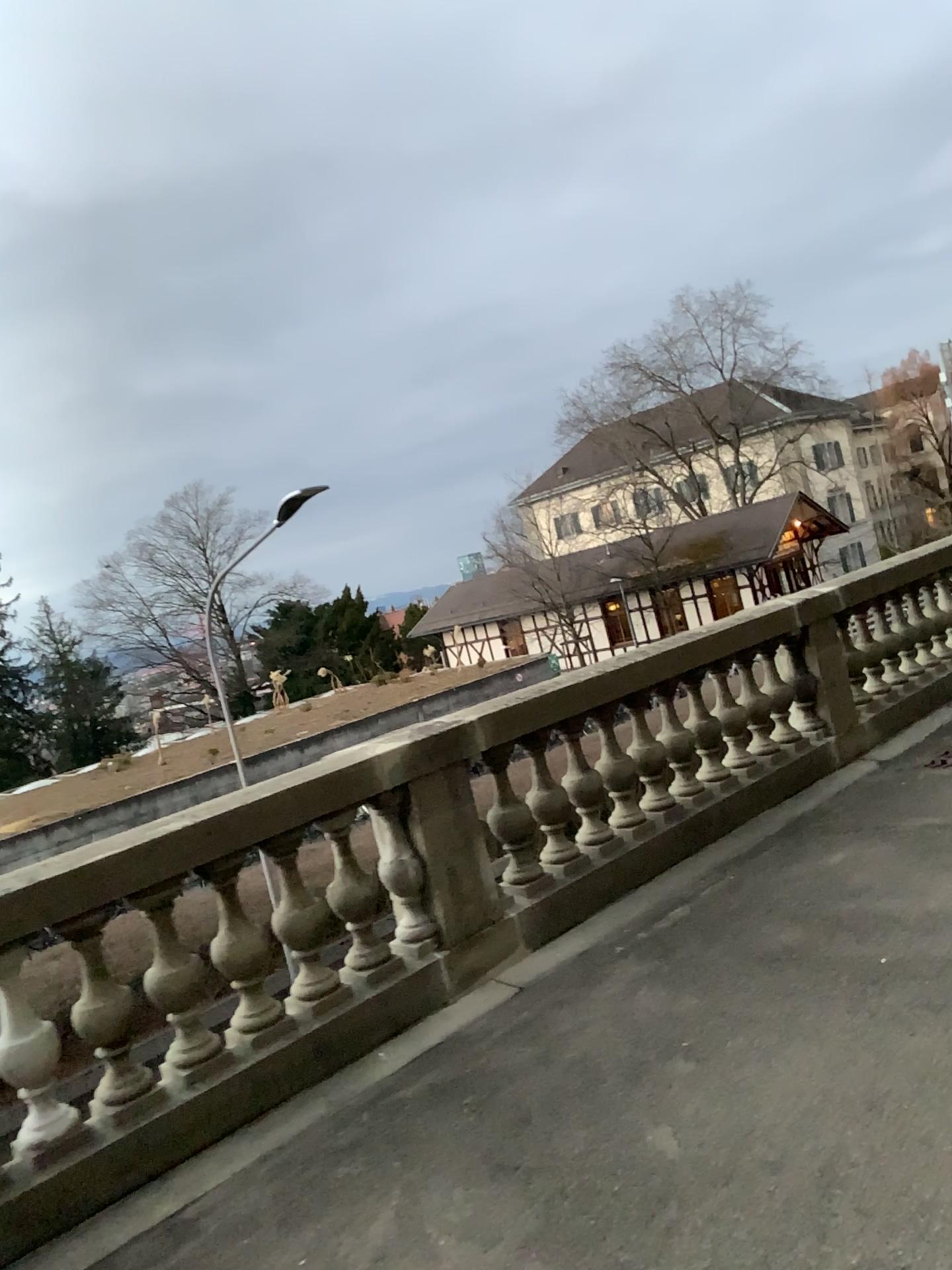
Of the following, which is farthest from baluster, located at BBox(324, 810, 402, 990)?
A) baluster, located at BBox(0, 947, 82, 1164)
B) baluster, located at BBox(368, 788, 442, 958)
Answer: baluster, located at BBox(0, 947, 82, 1164)

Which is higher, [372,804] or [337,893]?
[372,804]

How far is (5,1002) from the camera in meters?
3.3

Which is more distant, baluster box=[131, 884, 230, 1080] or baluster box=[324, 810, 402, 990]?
baluster box=[324, 810, 402, 990]

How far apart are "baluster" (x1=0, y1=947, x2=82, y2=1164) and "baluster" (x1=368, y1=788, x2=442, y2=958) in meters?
1.3

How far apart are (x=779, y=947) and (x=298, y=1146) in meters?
1.8

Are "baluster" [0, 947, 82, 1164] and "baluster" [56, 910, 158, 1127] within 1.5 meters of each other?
yes

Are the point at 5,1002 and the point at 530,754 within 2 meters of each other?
no

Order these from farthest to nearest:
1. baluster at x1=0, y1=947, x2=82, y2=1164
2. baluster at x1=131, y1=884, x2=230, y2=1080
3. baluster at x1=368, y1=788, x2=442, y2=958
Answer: baluster at x1=368, y1=788, x2=442, y2=958 → baluster at x1=131, y1=884, x2=230, y2=1080 → baluster at x1=0, y1=947, x2=82, y2=1164

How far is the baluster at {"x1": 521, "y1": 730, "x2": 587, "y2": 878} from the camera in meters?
4.9
